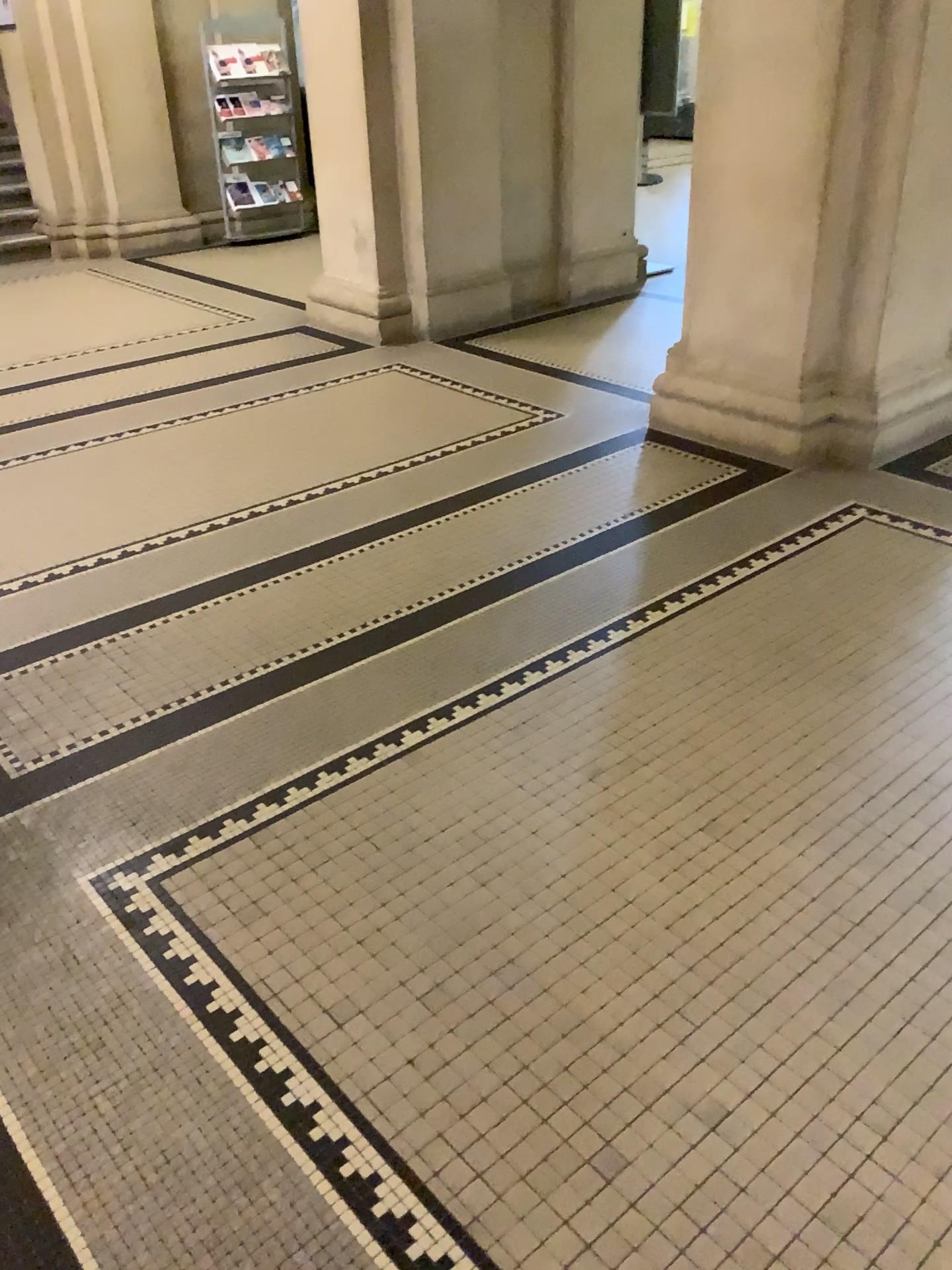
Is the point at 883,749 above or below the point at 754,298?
below
